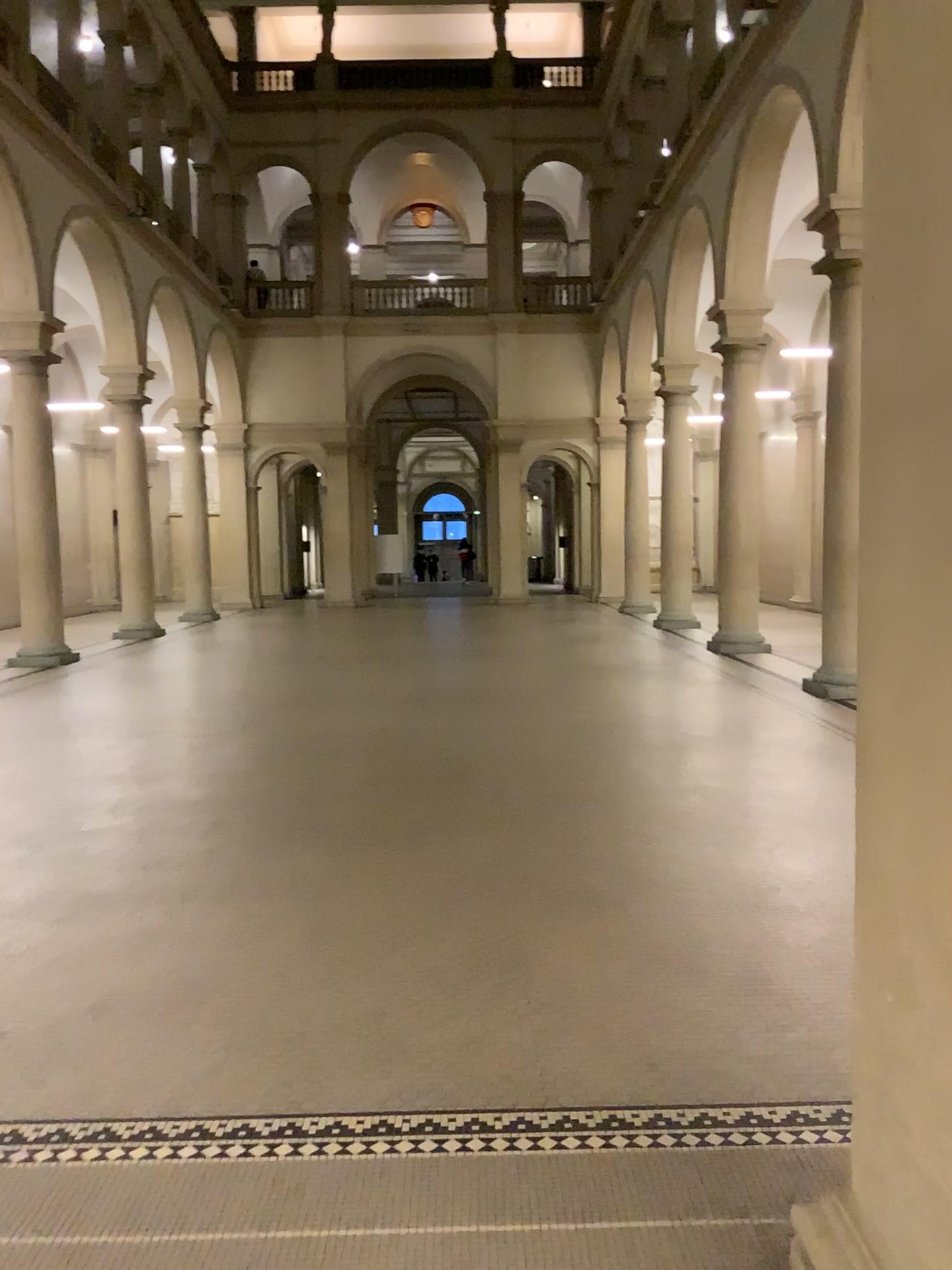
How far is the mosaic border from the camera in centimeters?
270cm

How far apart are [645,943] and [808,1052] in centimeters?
90cm

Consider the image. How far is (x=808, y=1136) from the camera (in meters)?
2.70
